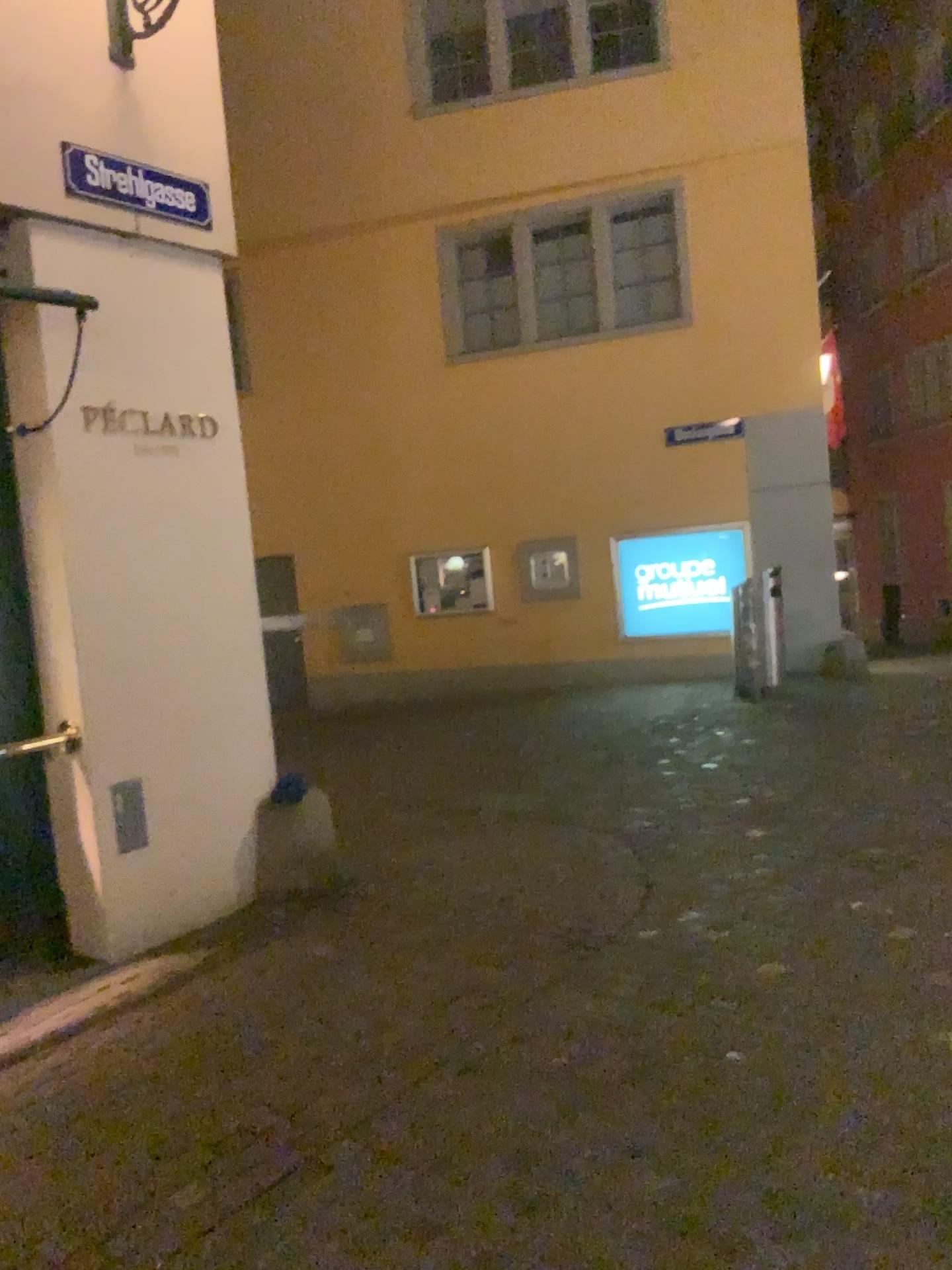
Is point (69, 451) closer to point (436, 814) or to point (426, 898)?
point (426, 898)
